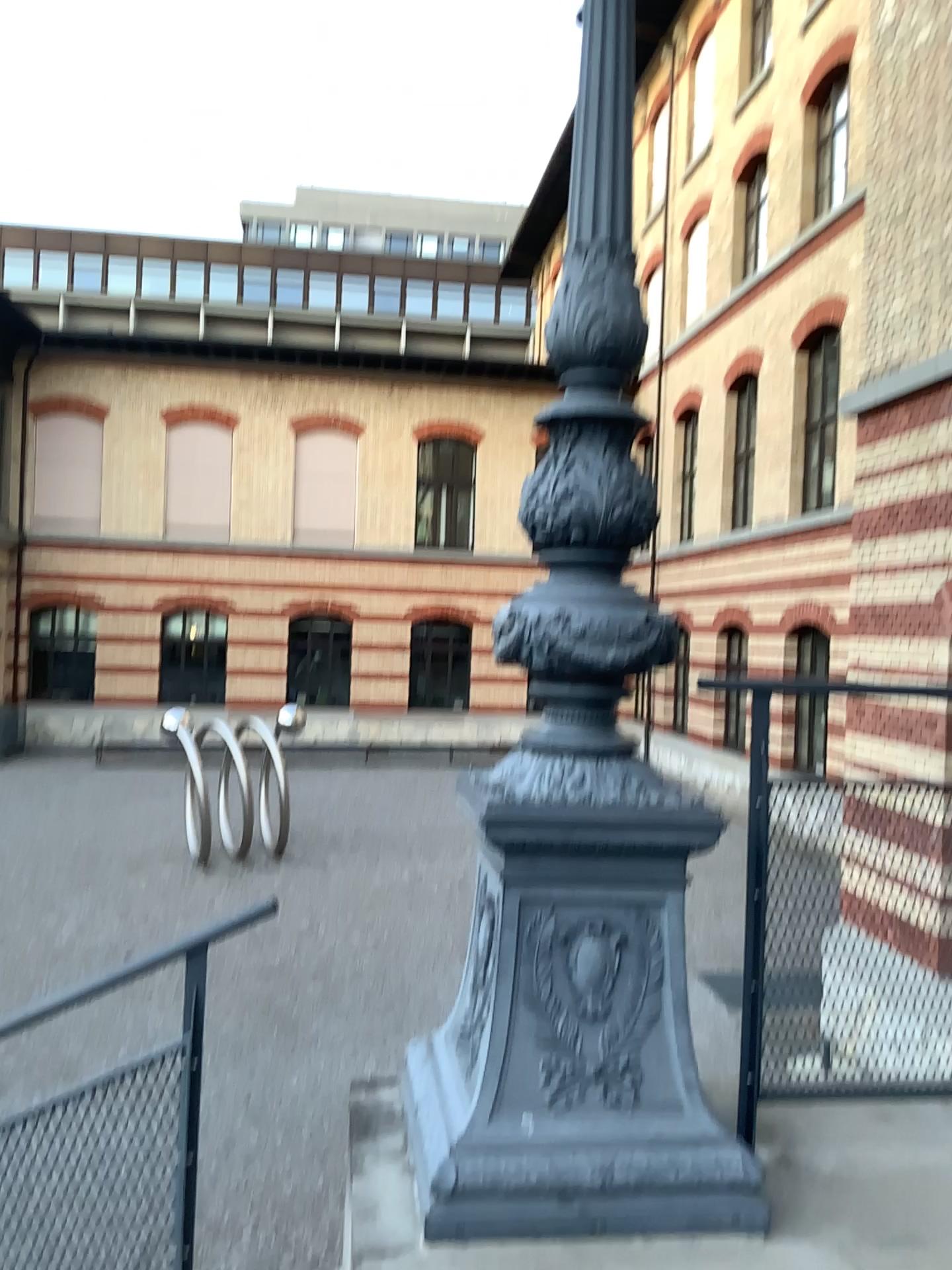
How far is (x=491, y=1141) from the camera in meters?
1.9

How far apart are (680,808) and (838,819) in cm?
48

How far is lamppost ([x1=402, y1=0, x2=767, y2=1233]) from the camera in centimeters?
189cm
